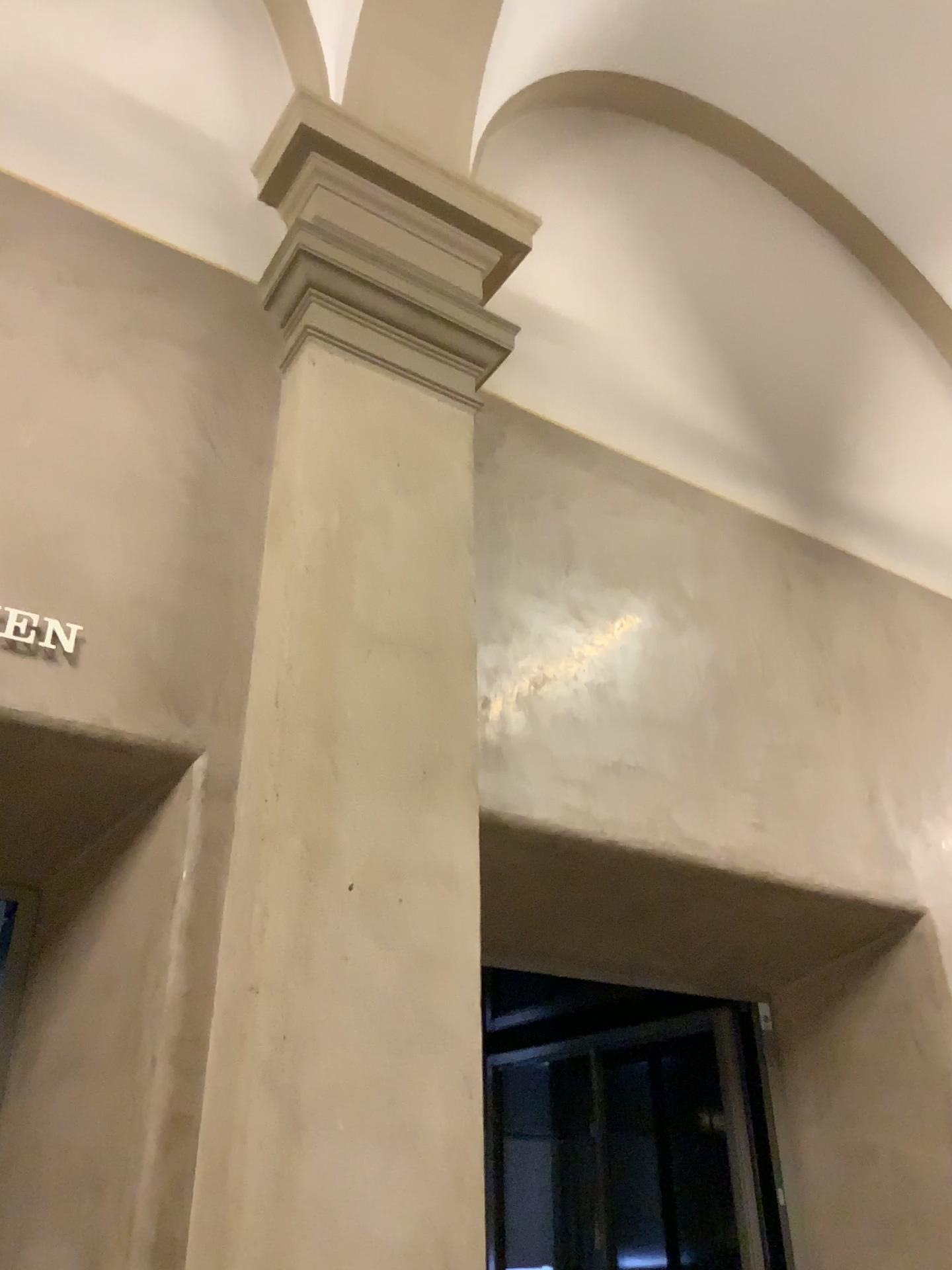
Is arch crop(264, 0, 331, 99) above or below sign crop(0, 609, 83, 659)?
above

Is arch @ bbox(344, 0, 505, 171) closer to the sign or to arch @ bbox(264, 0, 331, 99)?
arch @ bbox(264, 0, 331, 99)

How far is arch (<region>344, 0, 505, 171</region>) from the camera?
3.50m

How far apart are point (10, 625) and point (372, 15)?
2.5 meters

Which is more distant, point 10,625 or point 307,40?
point 307,40

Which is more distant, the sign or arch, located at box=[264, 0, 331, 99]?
arch, located at box=[264, 0, 331, 99]

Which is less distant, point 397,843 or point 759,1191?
point 397,843

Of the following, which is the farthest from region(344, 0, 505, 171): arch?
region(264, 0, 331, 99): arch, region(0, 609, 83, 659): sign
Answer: region(0, 609, 83, 659): sign

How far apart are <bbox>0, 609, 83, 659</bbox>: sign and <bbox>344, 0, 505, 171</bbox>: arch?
2.14m

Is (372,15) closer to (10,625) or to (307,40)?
(307,40)
